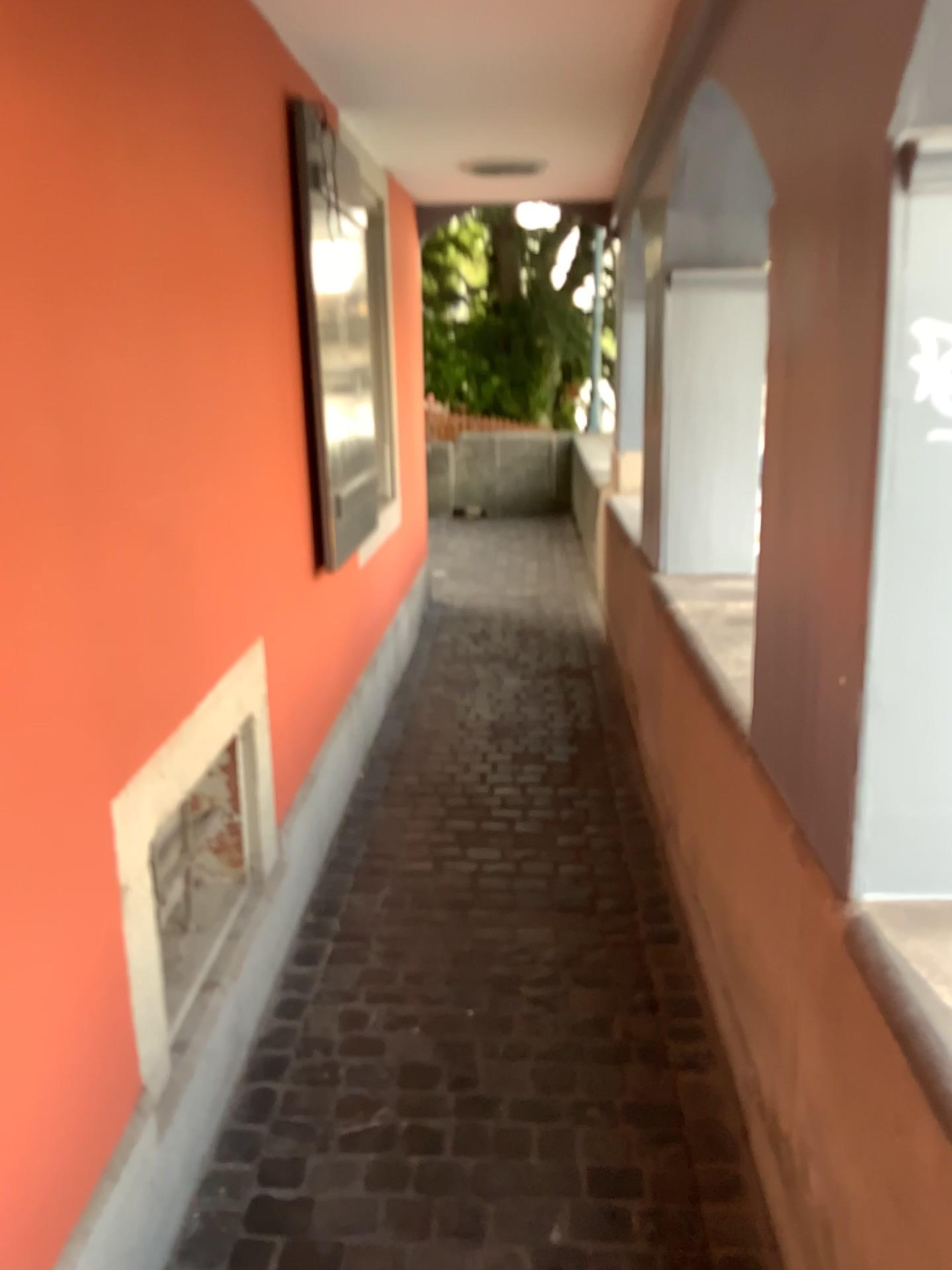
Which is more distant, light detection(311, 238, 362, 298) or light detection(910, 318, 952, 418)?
light detection(311, 238, 362, 298)

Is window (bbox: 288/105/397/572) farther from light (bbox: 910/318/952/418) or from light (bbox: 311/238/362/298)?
light (bbox: 910/318/952/418)

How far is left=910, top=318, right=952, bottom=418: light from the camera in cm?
118

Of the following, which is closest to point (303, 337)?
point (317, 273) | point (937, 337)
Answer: point (317, 273)

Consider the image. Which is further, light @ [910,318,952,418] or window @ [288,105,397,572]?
window @ [288,105,397,572]

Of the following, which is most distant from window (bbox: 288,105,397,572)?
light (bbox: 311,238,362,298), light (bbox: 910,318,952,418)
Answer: light (bbox: 910,318,952,418)

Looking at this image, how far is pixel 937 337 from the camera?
1.17m

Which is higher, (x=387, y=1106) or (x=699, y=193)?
(x=699, y=193)

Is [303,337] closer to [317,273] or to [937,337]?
[317,273]
